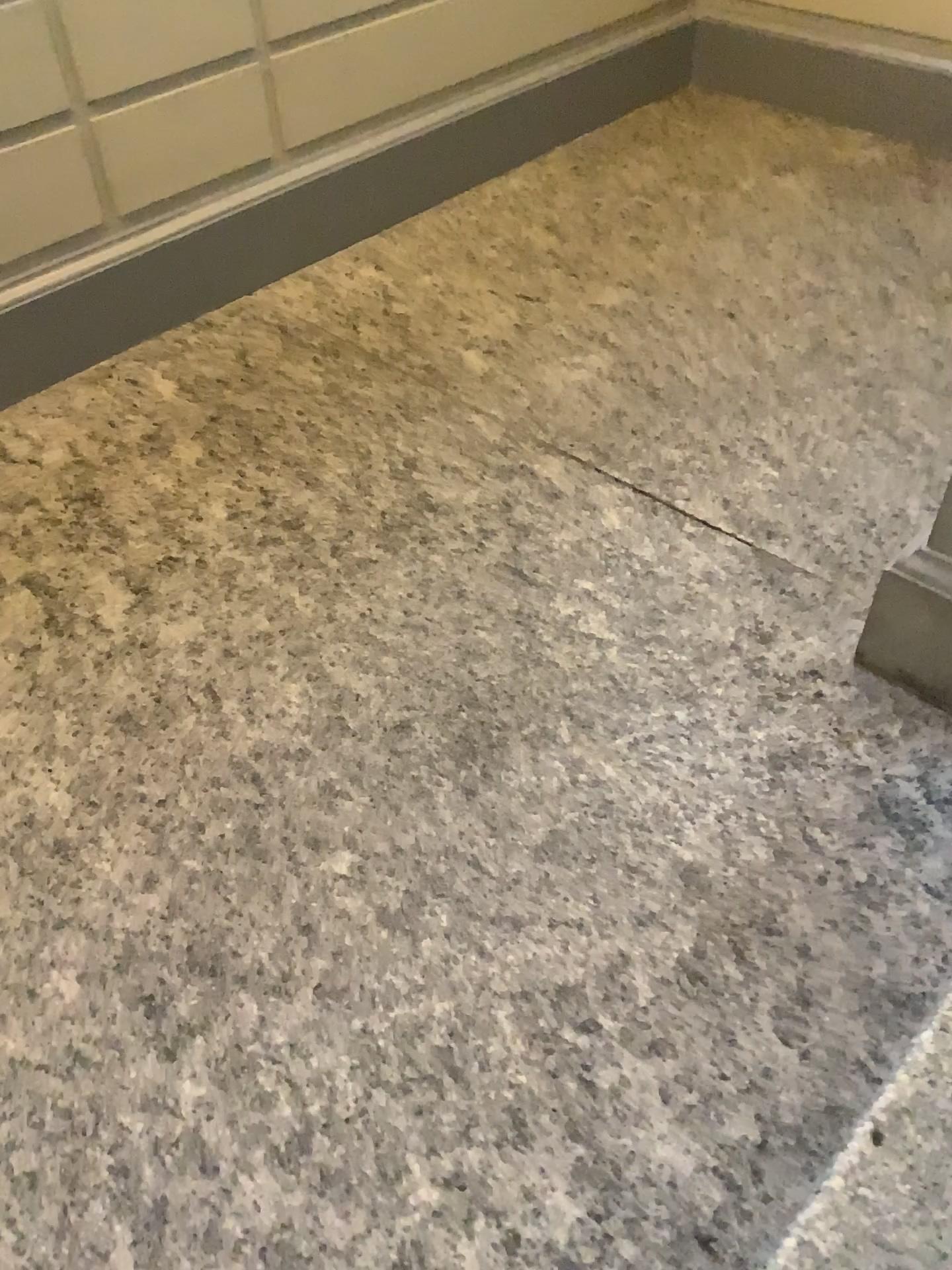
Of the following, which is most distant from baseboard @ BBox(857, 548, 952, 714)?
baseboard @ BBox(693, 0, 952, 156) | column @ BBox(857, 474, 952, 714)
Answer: baseboard @ BBox(693, 0, 952, 156)

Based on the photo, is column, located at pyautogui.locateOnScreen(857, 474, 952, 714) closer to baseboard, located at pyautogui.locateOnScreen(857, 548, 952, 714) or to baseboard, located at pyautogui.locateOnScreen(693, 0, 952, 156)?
baseboard, located at pyautogui.locateOnScreen(857, 548, 952, 714)

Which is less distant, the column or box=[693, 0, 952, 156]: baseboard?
the column

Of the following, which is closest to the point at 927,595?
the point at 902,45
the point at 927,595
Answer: the point at 927,595

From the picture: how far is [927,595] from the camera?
2.0m

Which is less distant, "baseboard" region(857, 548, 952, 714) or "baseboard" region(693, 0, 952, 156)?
"baseboard" region(857, 548, 952, 714)

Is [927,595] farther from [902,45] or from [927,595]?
[902,45]

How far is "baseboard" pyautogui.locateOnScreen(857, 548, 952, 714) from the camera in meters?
2.0

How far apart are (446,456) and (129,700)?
1.0m
